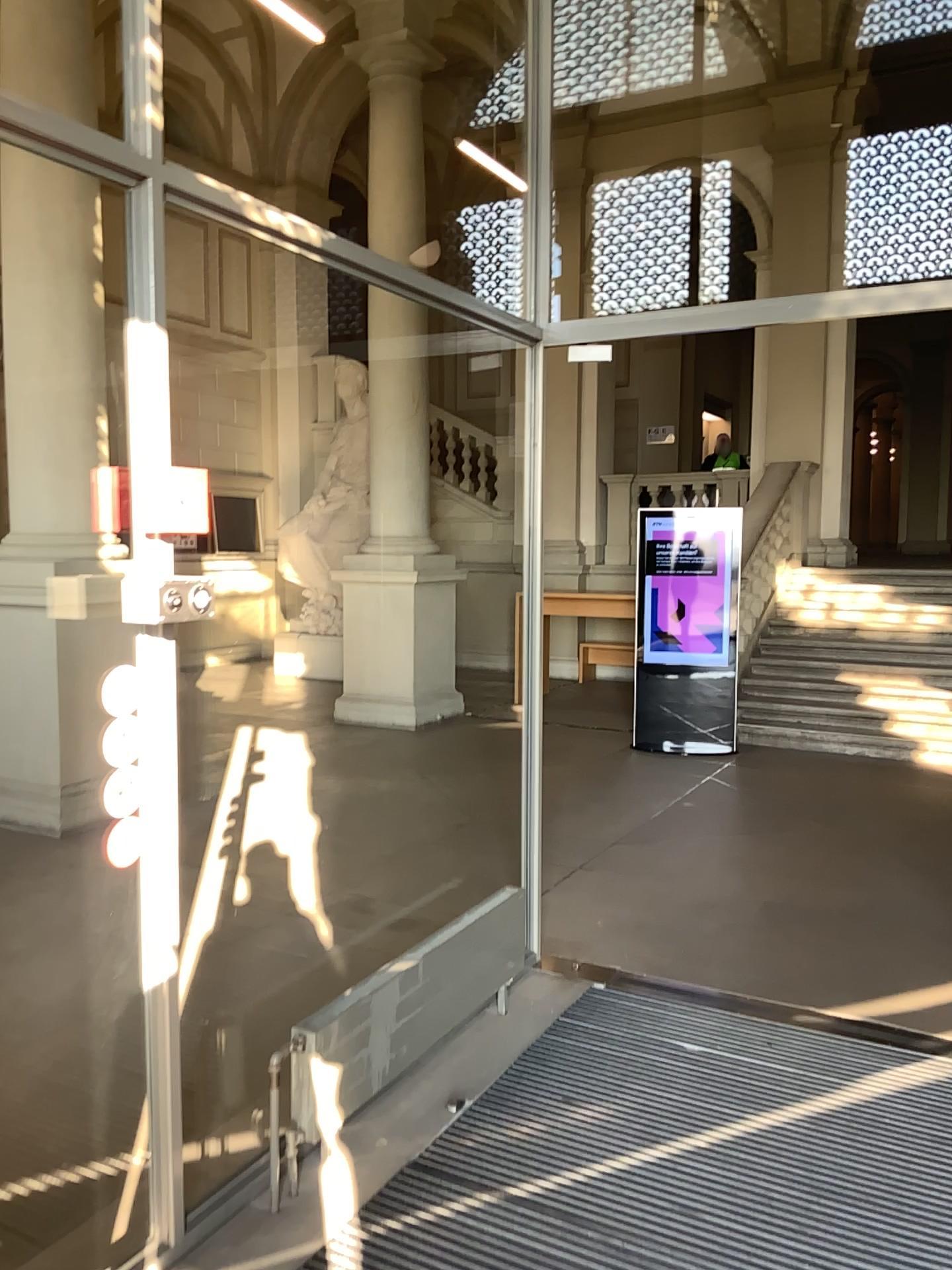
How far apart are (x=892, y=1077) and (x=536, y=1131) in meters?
1.1 m
